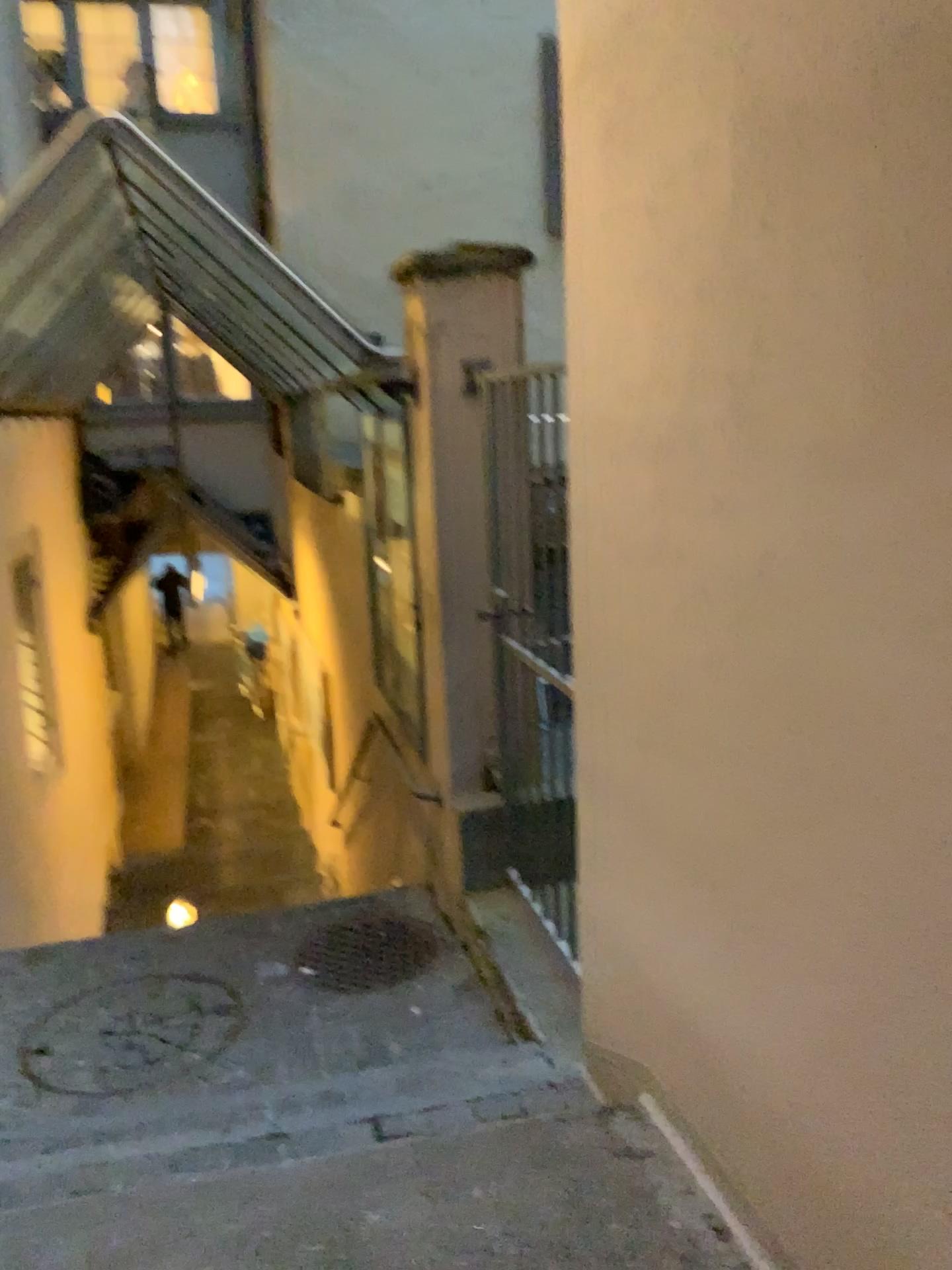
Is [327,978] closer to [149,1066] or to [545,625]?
[149,1066]

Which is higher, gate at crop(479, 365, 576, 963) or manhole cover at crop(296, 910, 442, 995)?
gate at crop(479, 365, 576, 963)

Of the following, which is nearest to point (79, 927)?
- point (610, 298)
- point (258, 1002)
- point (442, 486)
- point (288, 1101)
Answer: point (258, 1002)

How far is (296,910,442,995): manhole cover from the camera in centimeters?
358cm

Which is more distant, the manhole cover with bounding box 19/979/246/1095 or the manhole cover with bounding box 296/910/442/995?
the manhole cover with bounding box 296/910/442/995

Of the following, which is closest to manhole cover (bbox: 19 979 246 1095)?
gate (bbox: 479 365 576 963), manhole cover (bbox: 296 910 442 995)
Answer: manhole cover (bbox: 296 910 442 995)

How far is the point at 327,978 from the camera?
3.58m

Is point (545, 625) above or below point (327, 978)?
above

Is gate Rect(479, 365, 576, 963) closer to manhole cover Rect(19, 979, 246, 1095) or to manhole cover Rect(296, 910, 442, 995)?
manhole cover Rect(296, 910, 442, 995)
